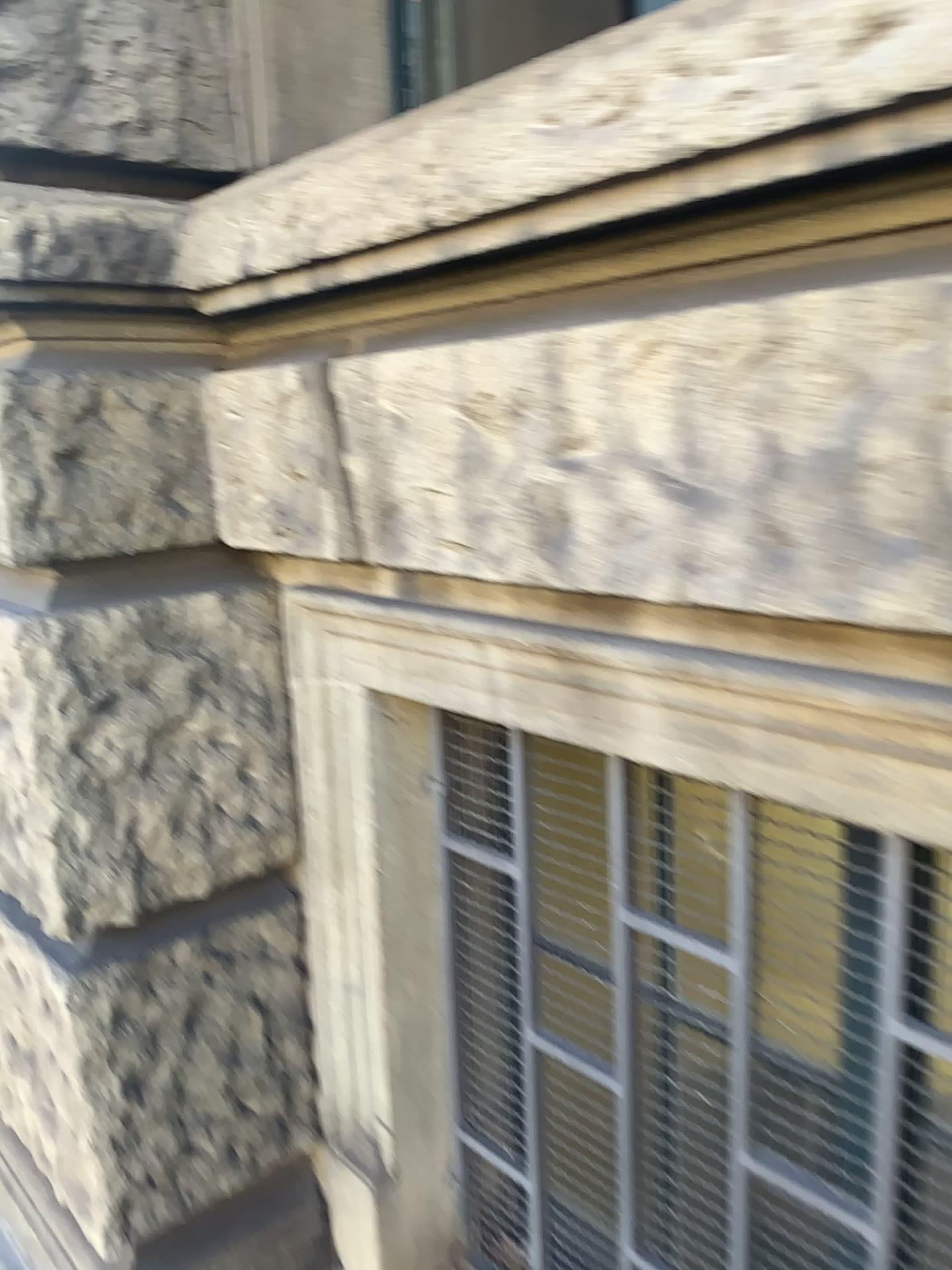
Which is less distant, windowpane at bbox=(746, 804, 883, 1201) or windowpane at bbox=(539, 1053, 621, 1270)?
windowpane at bbox=(746, 804, 883, 1201)

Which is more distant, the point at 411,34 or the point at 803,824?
the point at 411,34

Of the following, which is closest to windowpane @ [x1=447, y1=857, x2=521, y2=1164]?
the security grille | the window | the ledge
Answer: the security grille

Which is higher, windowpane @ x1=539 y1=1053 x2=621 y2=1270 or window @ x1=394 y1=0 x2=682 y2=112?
window @ x1=394 y1=0 x2=682 y2=112

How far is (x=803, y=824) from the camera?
1.1 meters

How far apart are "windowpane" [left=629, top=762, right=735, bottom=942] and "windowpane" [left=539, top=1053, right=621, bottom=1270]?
0.30m

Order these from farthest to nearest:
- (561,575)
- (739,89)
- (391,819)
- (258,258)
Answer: (391,819)
(258,258)
(561,575)
(739,89)

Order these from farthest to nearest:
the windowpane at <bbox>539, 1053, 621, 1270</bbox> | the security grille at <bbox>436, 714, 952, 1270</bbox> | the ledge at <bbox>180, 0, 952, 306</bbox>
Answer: the windowpane at <bbox>539, 1053, 621, 1270</bbox>
the security grille at <bbox>436, 714, 952, 1270</bbox>
the ledge at <bbox>180, 0, 952, 306</bbox>

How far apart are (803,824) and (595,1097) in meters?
0.6

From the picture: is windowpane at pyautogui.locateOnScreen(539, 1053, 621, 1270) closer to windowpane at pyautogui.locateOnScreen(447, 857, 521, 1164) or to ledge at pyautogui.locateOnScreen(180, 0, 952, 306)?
windowpane at pyautogui.locateOnScreen(447, 857, 521, 1164)
